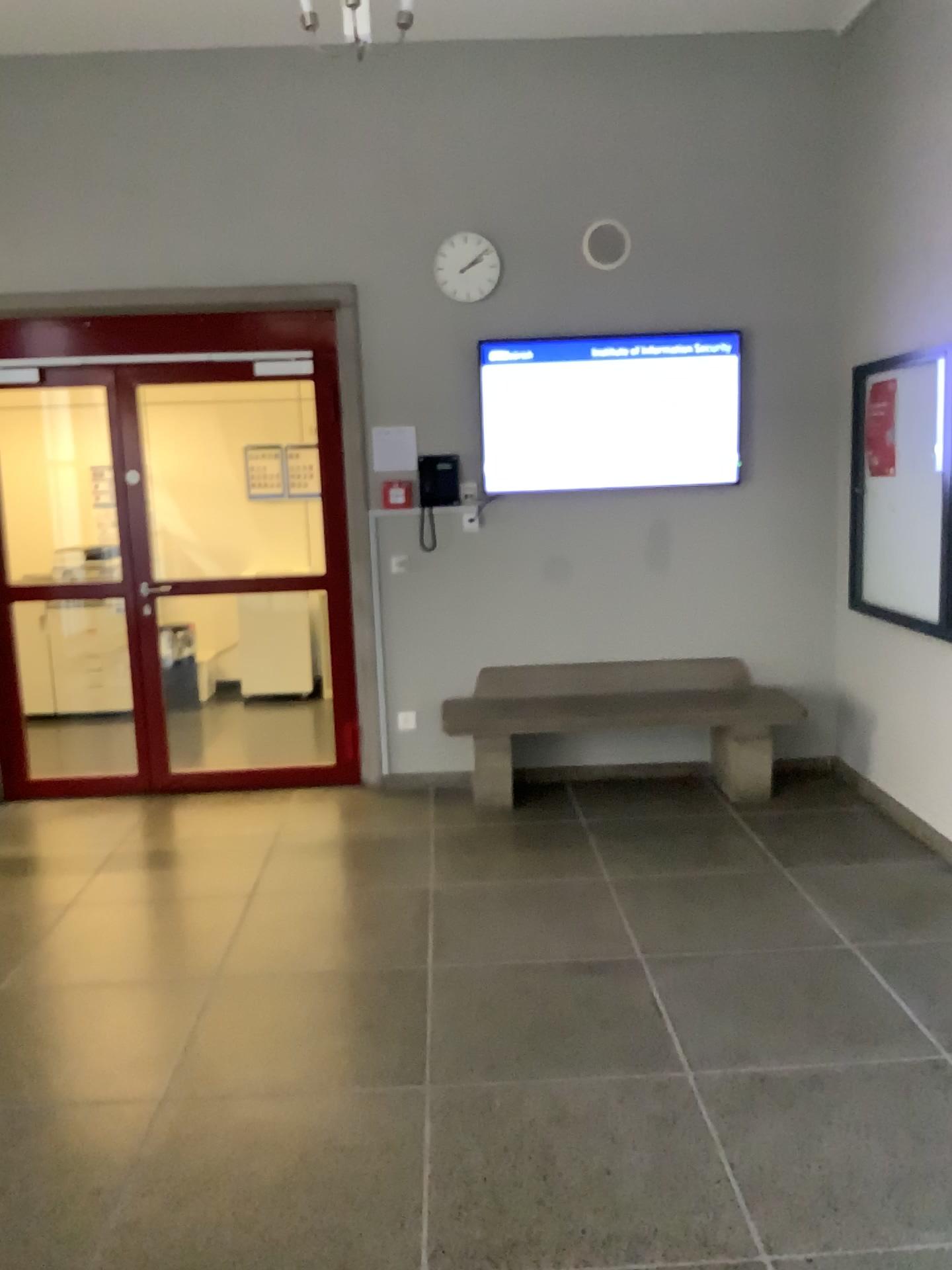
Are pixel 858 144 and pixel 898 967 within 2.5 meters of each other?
no
